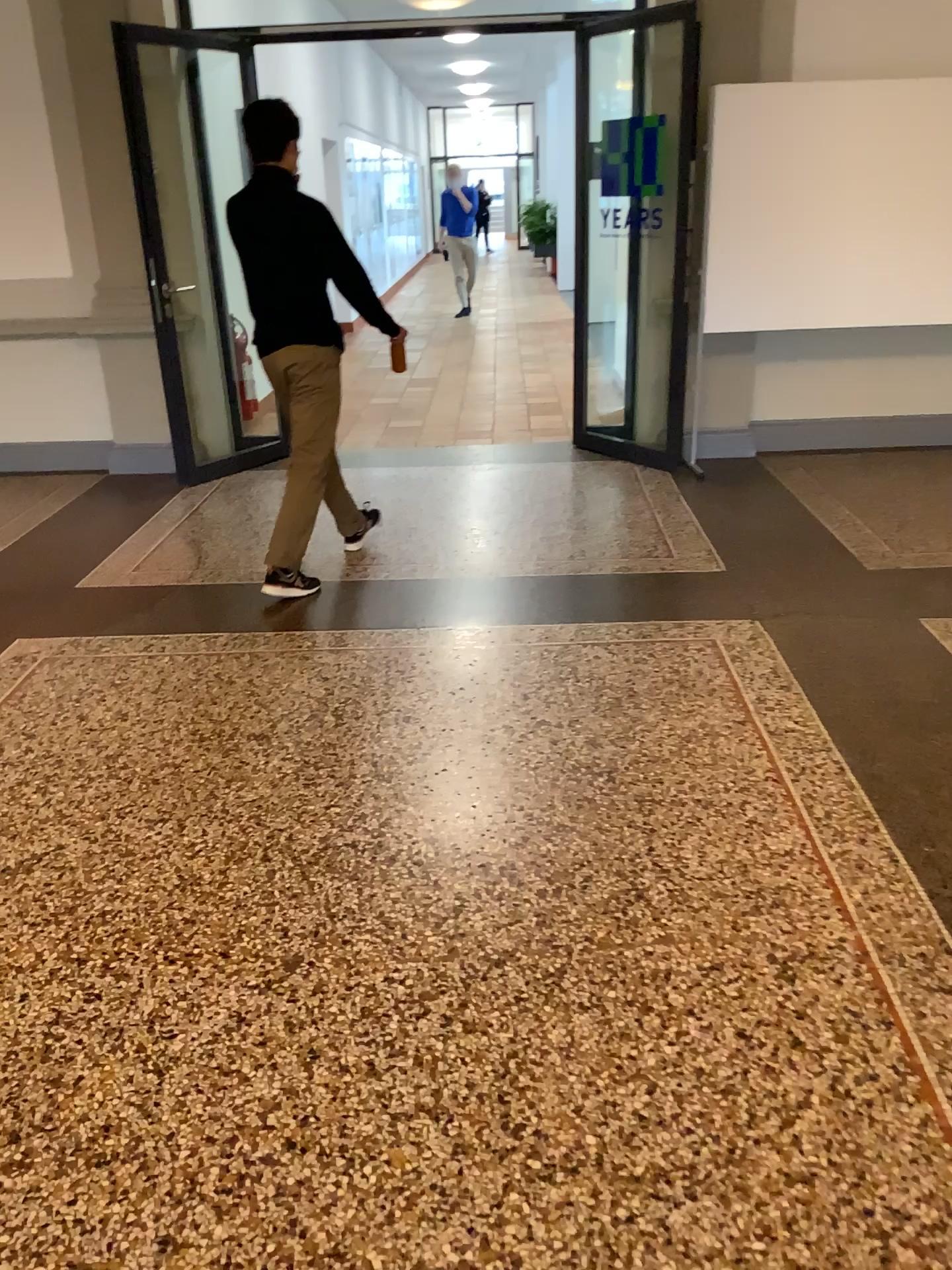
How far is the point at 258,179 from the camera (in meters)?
3.86

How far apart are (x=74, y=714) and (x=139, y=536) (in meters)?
1.92

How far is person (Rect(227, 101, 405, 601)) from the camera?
3.9m
